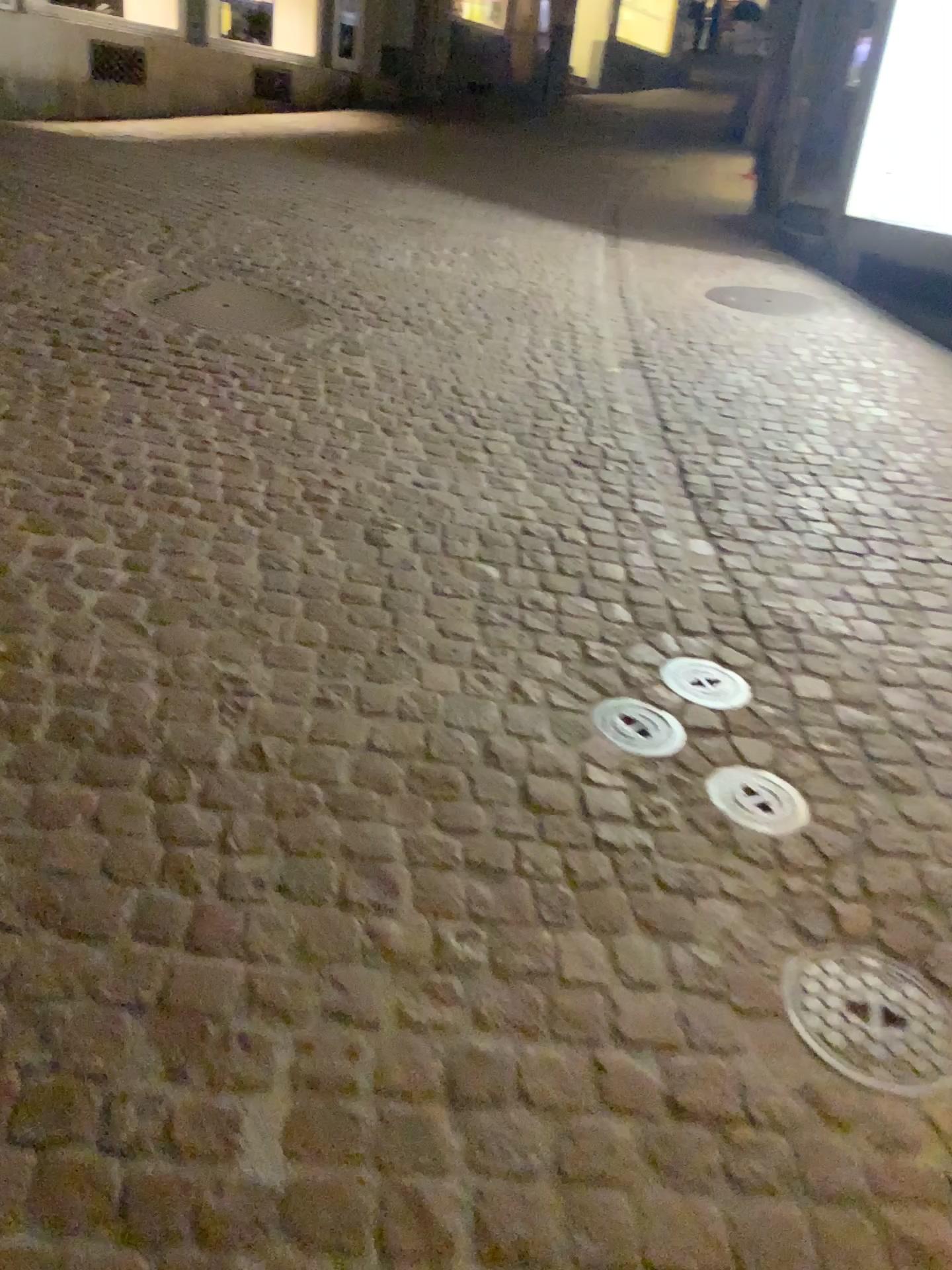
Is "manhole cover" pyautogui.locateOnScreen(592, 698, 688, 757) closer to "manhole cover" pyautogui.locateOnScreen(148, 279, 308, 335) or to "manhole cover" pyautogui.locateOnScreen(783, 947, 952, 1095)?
"manhole cover" pyautogui.locateOnScreen(783, 947, 952, 1095)

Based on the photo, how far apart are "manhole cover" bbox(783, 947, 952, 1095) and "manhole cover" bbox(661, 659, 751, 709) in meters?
0.7

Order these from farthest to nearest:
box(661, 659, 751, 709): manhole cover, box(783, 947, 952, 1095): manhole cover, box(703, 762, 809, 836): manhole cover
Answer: box(661, 659, 751, 709): manhole cover
box(703, 762, 809, 836): manhole cover
box(783, 947, 952, 1095): manhole cover

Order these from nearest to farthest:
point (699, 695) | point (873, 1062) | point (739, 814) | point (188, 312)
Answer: point (873, 1062) → point (739, 814) → point (699, 695) → point (188, 312)

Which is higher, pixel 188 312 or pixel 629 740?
pixel 188 312

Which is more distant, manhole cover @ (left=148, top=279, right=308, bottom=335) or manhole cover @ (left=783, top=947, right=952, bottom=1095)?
manhole cover @ (left=148, top=279, right=308, bottom=335)

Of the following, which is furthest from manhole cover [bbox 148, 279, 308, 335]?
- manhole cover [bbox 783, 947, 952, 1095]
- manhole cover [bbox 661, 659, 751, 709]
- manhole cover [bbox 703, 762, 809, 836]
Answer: manhole cover [bbox 783, 947, 952, 1095]

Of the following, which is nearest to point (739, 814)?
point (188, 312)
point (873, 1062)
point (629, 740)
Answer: point (629, 740)

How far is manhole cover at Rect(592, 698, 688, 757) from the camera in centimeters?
220cm

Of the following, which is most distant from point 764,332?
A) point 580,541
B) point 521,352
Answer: point 580,541
